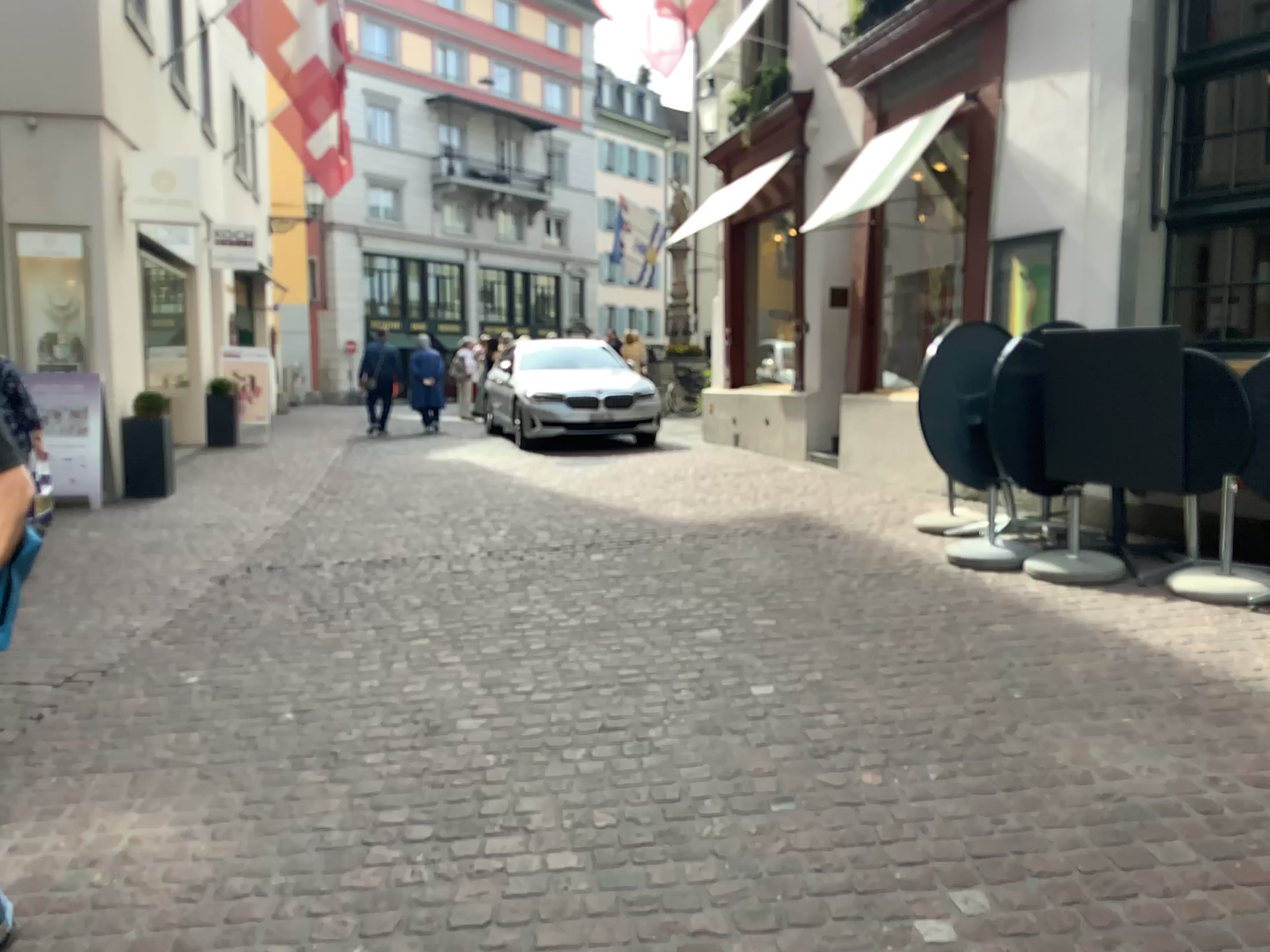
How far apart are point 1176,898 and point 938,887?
0.5 meters
